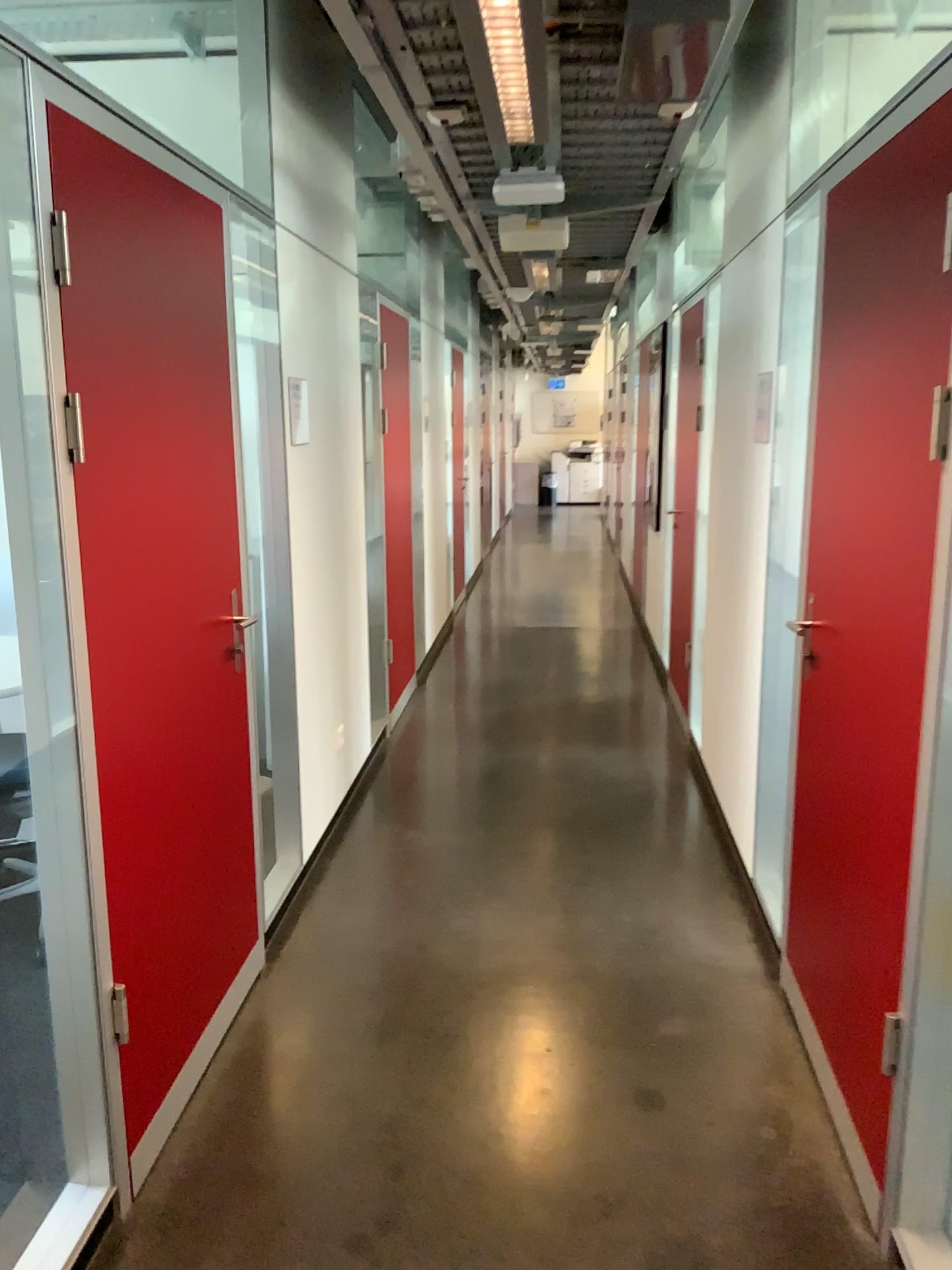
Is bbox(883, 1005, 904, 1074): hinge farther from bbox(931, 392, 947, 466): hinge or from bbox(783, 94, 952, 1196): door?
bbox(931, 392, 947, 466): hinge

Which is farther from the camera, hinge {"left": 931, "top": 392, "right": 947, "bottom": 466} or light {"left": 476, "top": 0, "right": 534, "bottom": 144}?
light {"left": 476, "top": 0, "right": 534, "bottom": 144}

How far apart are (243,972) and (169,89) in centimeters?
332cm

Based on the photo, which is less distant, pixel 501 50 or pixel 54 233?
pixel 54 233

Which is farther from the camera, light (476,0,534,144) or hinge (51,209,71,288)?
light (476,0,534,144)

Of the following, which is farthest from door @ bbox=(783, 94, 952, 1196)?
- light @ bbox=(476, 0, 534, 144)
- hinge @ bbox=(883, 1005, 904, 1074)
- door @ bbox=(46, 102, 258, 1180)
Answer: door @ bbox=(46, 102, 258, 1180)

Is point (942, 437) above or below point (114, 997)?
above

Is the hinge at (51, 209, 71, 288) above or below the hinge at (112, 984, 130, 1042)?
above

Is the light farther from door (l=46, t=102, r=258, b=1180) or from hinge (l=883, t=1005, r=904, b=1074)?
hinge (l=883, t=1005, r=904, b=1074)

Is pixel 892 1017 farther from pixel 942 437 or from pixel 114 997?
pixel 114 997
